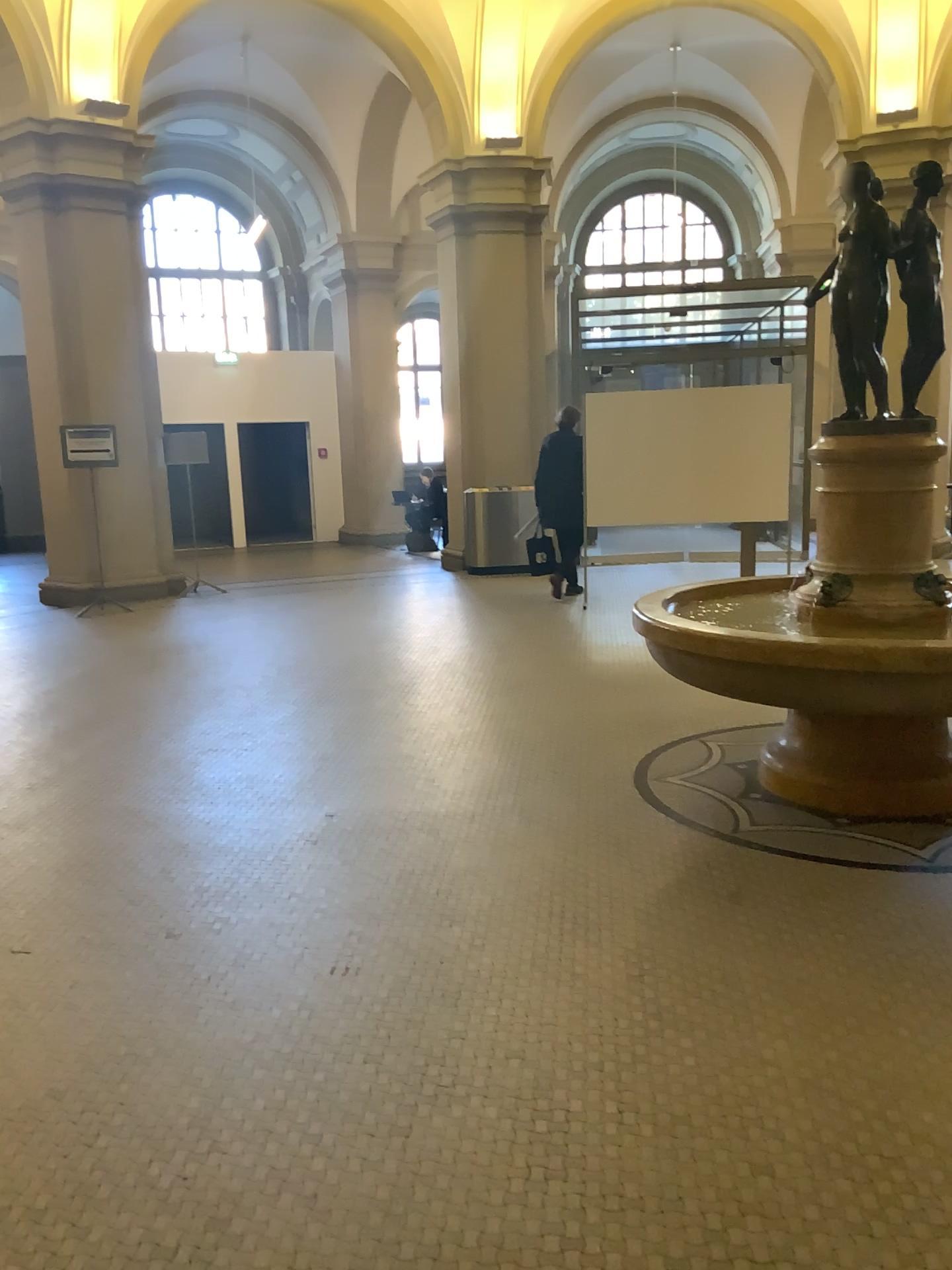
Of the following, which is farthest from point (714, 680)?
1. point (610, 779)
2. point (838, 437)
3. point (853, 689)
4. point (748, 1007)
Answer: point (748, 1007)
